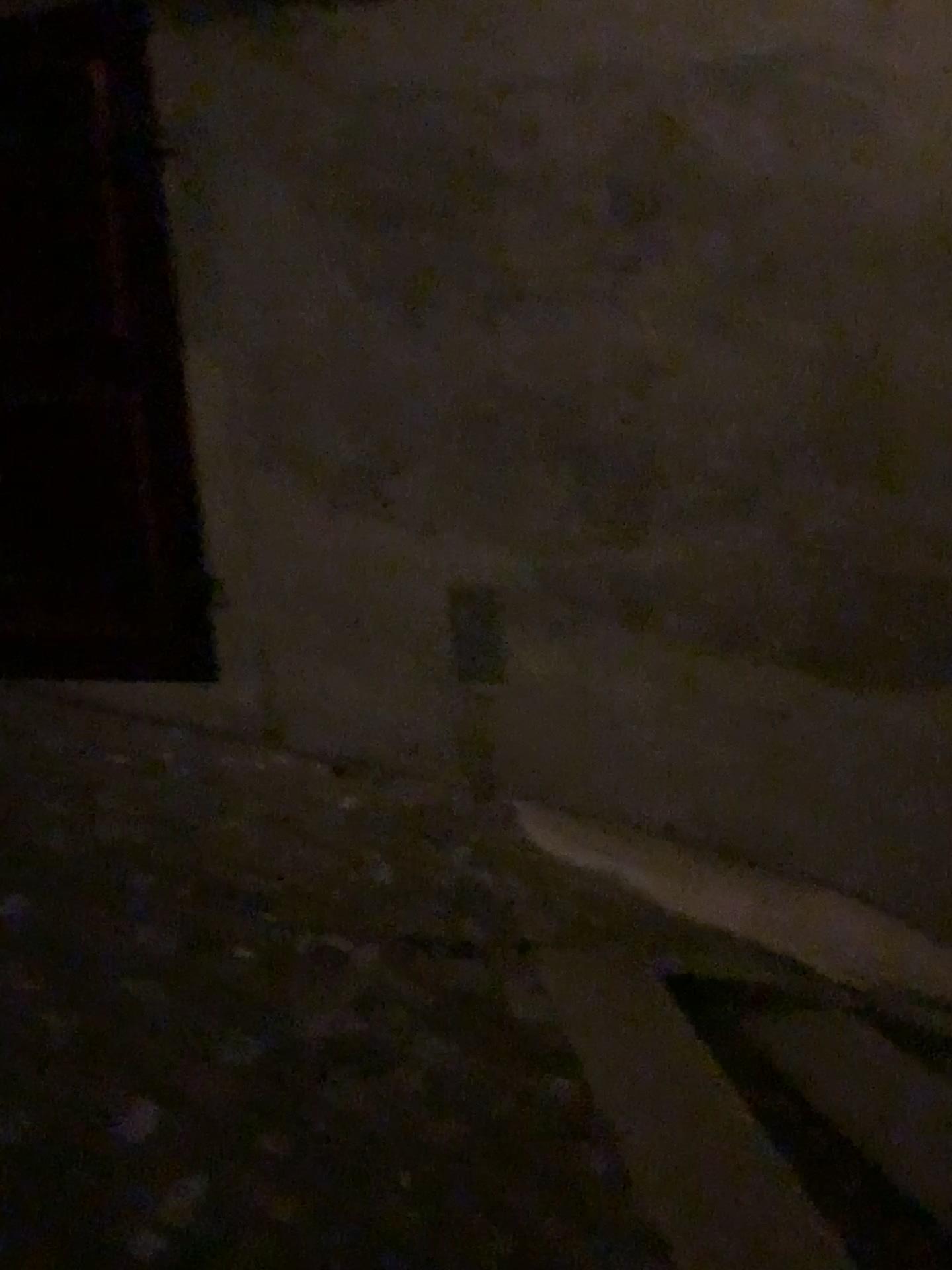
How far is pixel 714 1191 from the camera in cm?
171
